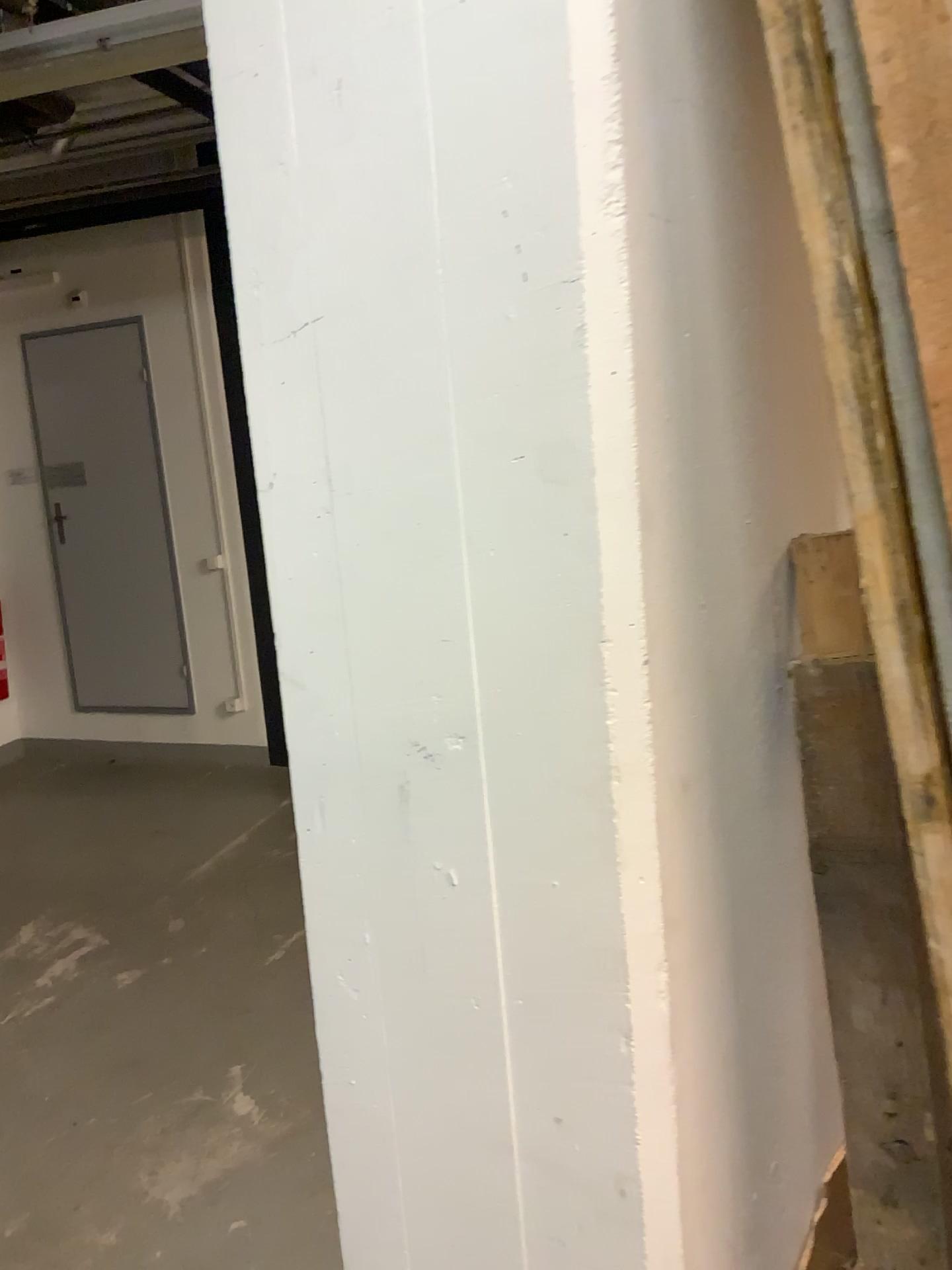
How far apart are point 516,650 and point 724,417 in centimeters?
25cm
